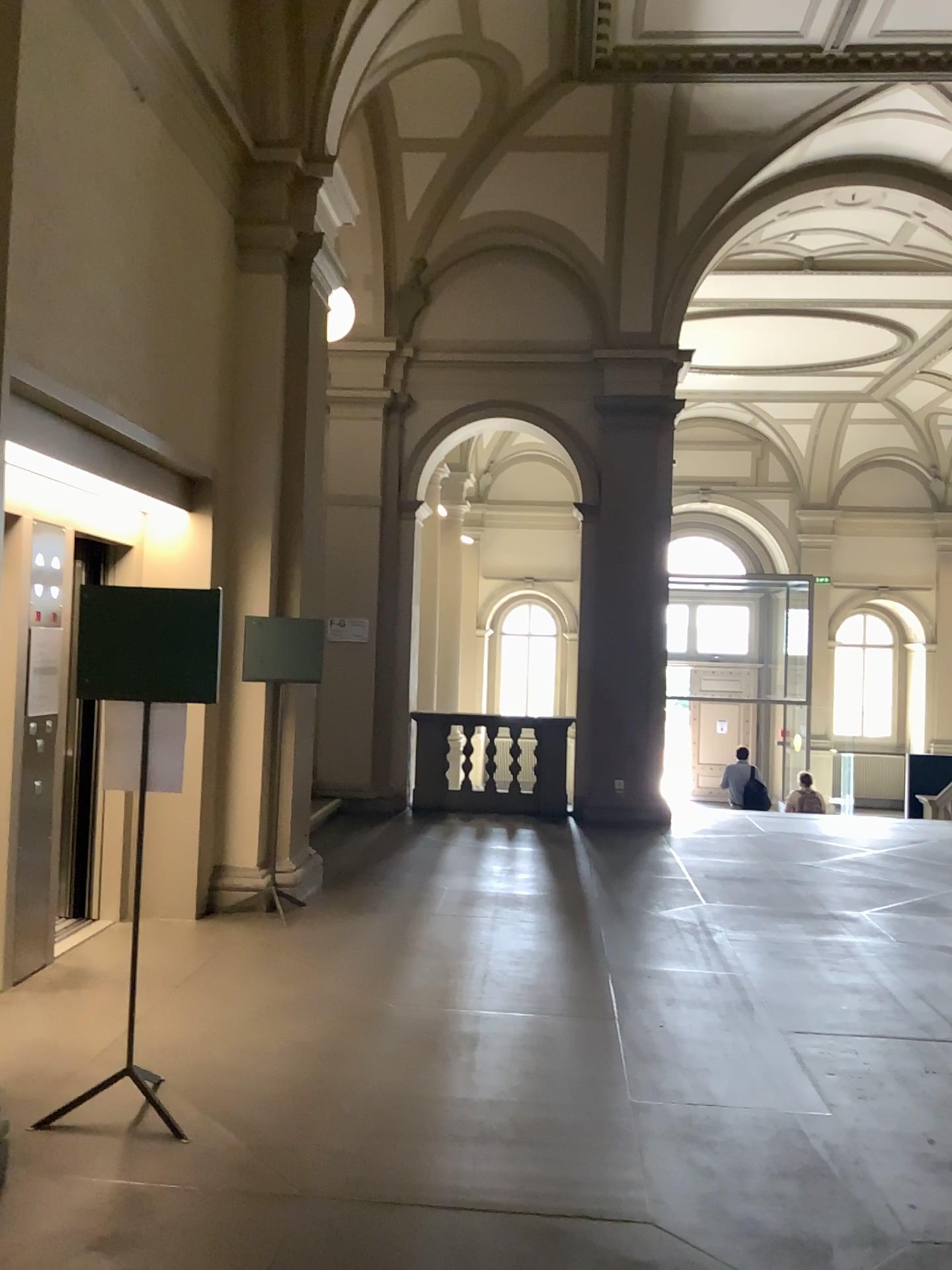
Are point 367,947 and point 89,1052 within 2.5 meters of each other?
yes
